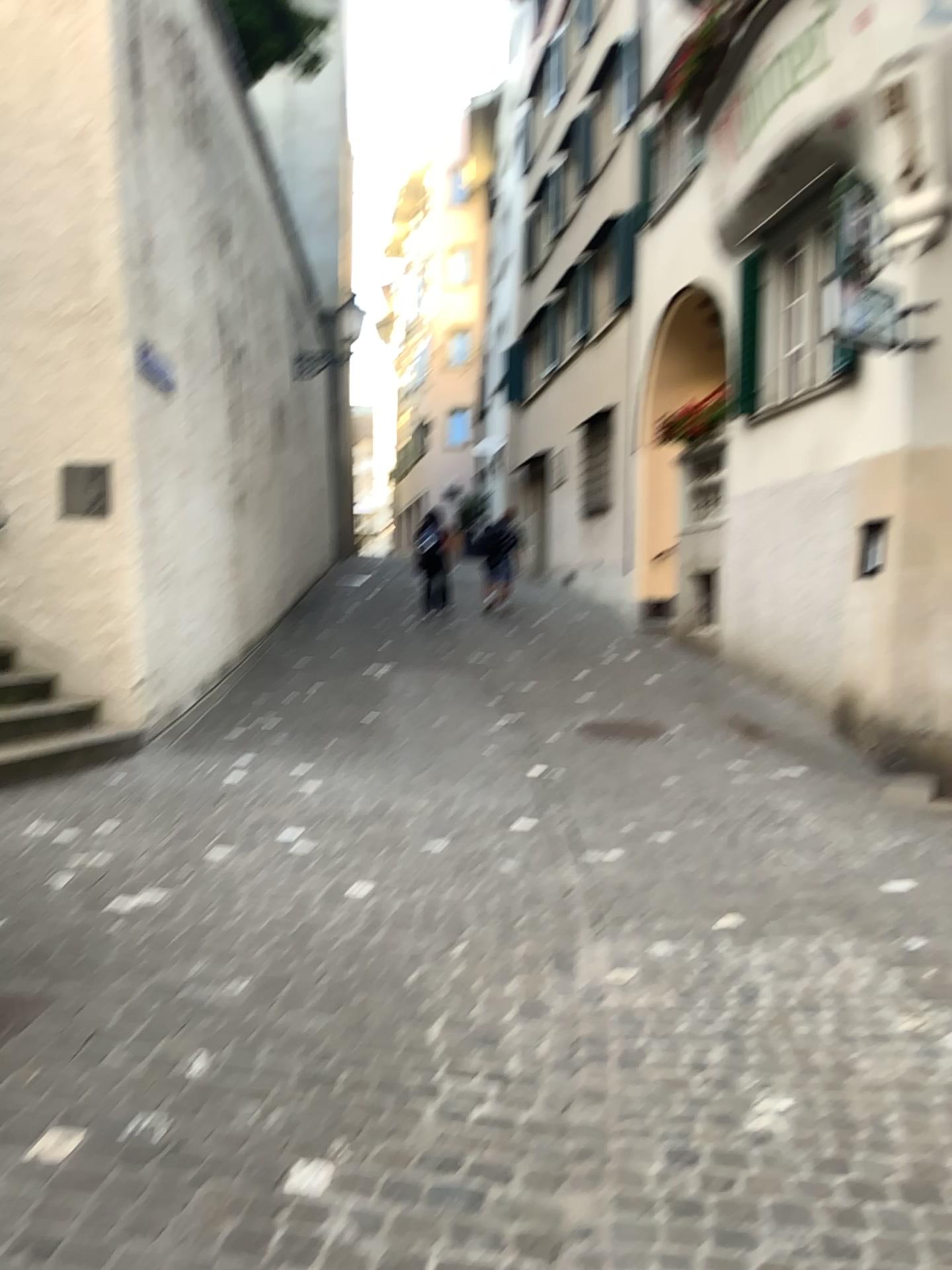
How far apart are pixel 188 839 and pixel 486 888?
1.5 meters
